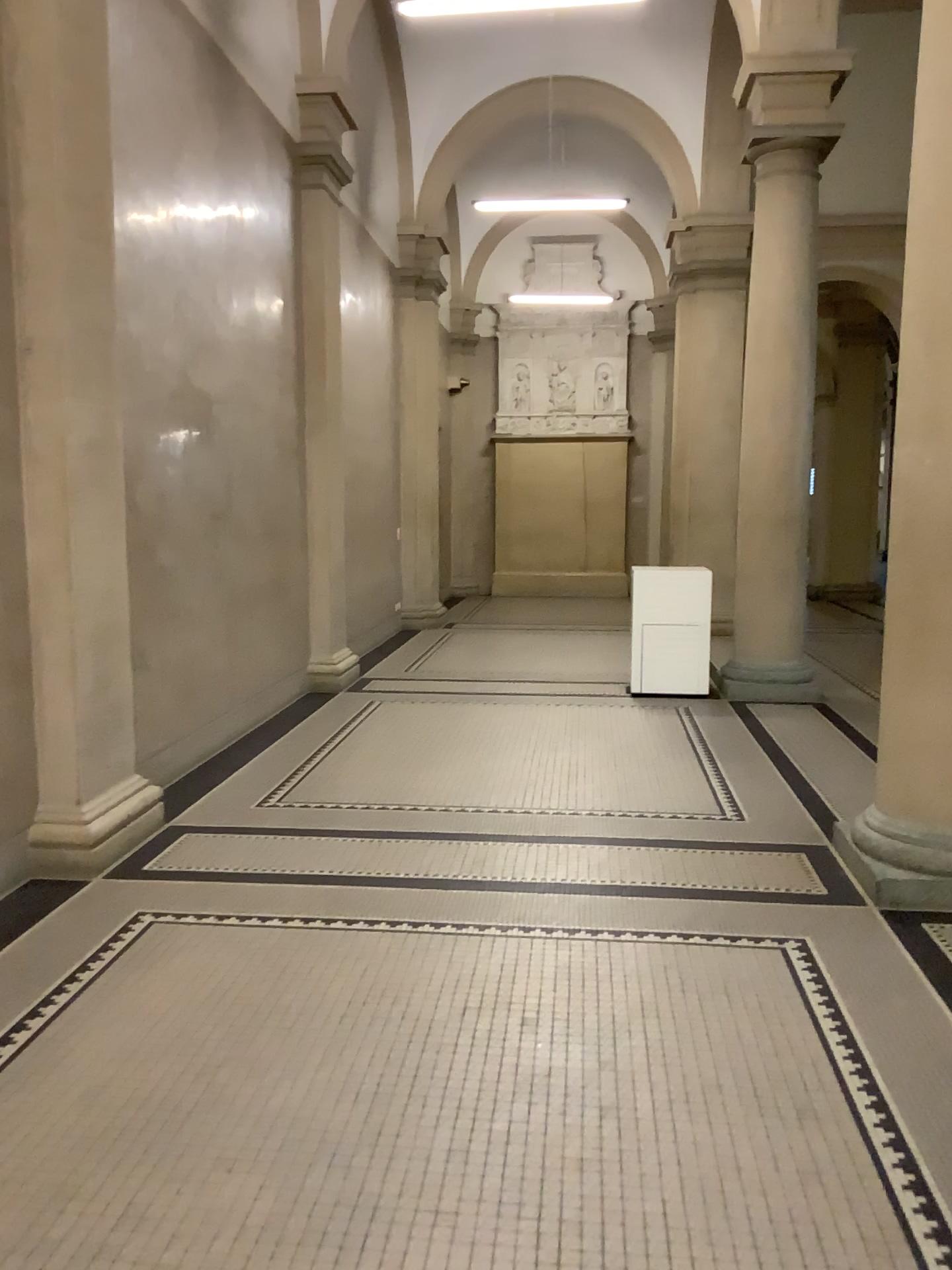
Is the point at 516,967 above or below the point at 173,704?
below
